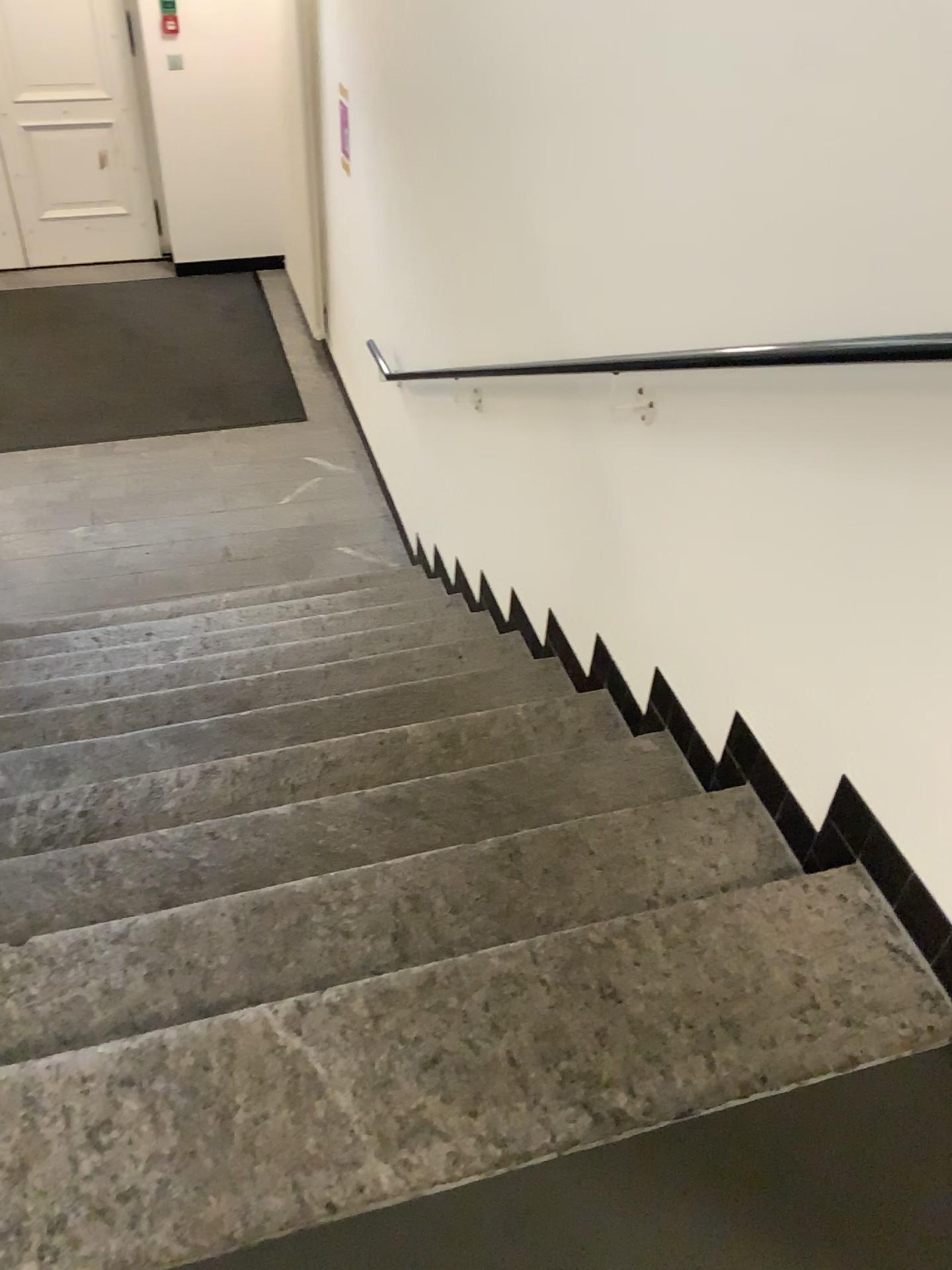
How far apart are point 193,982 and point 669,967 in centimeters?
72cm
